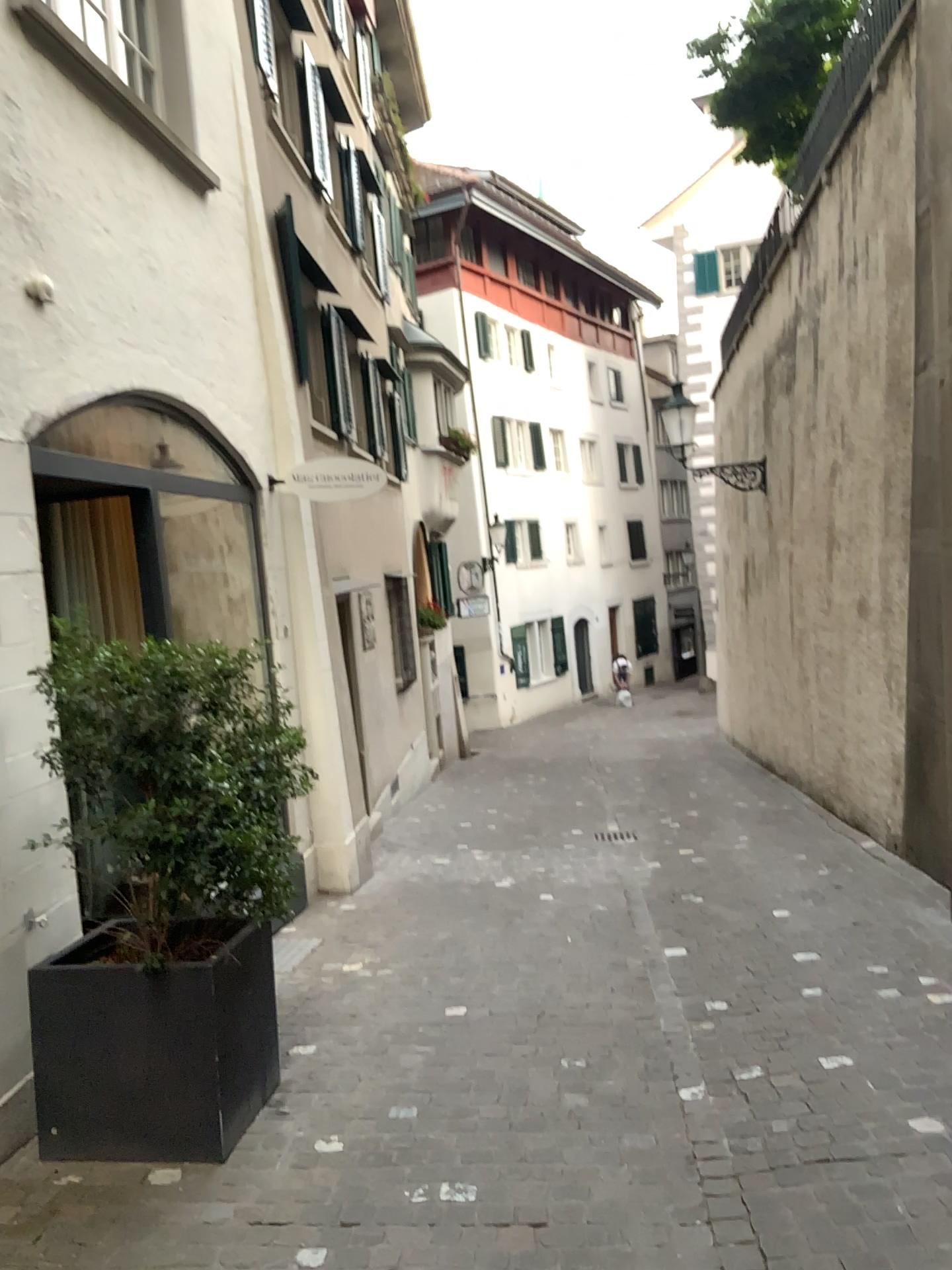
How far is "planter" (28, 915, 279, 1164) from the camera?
3.27m

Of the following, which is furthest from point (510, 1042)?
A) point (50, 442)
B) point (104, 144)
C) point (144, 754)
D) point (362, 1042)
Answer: point (104, 144)

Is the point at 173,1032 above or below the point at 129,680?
below

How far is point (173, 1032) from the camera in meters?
3.3 m

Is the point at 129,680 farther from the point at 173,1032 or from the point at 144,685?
the point at 173,1032
